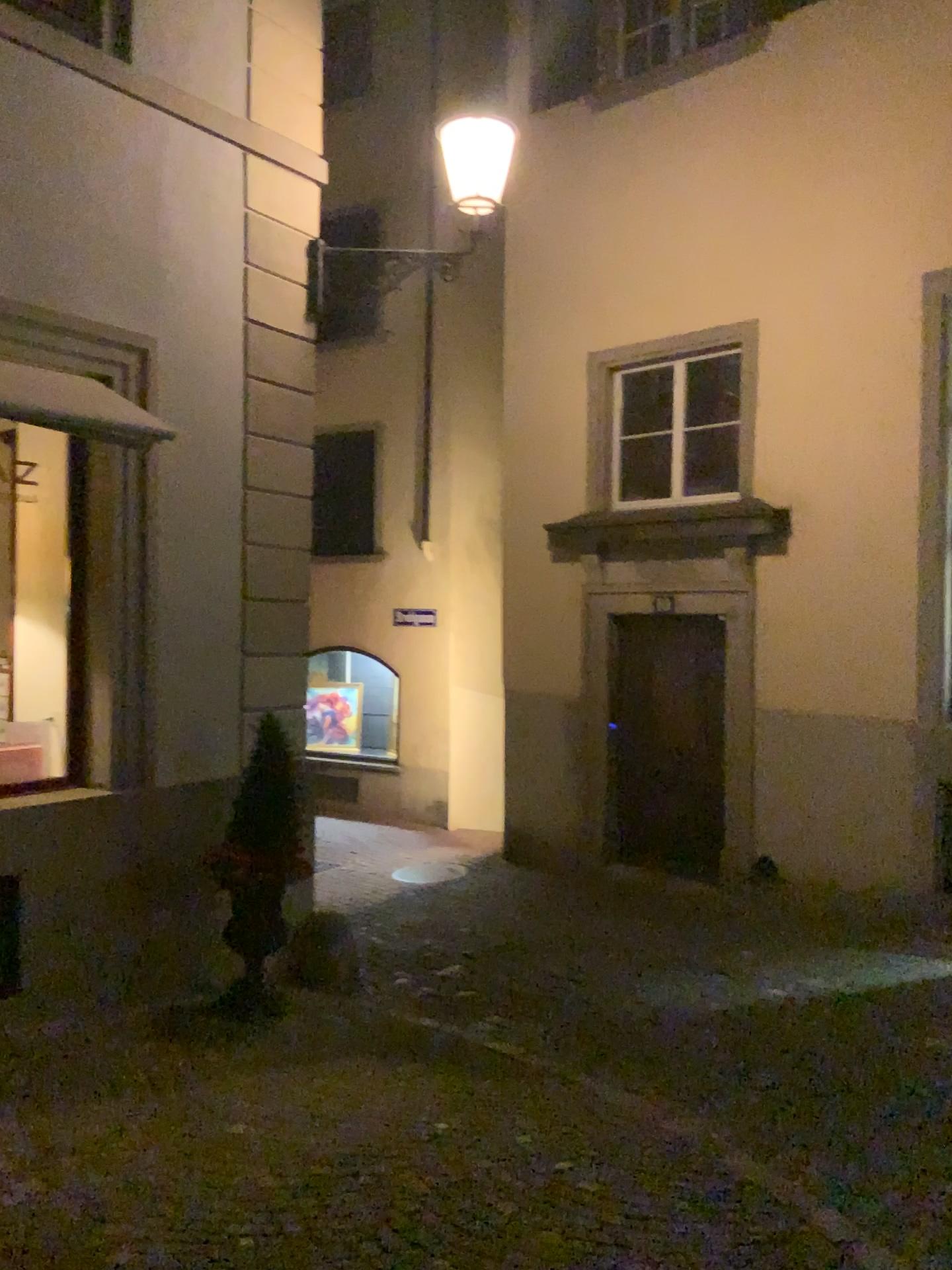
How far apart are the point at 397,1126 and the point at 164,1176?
0.9m
